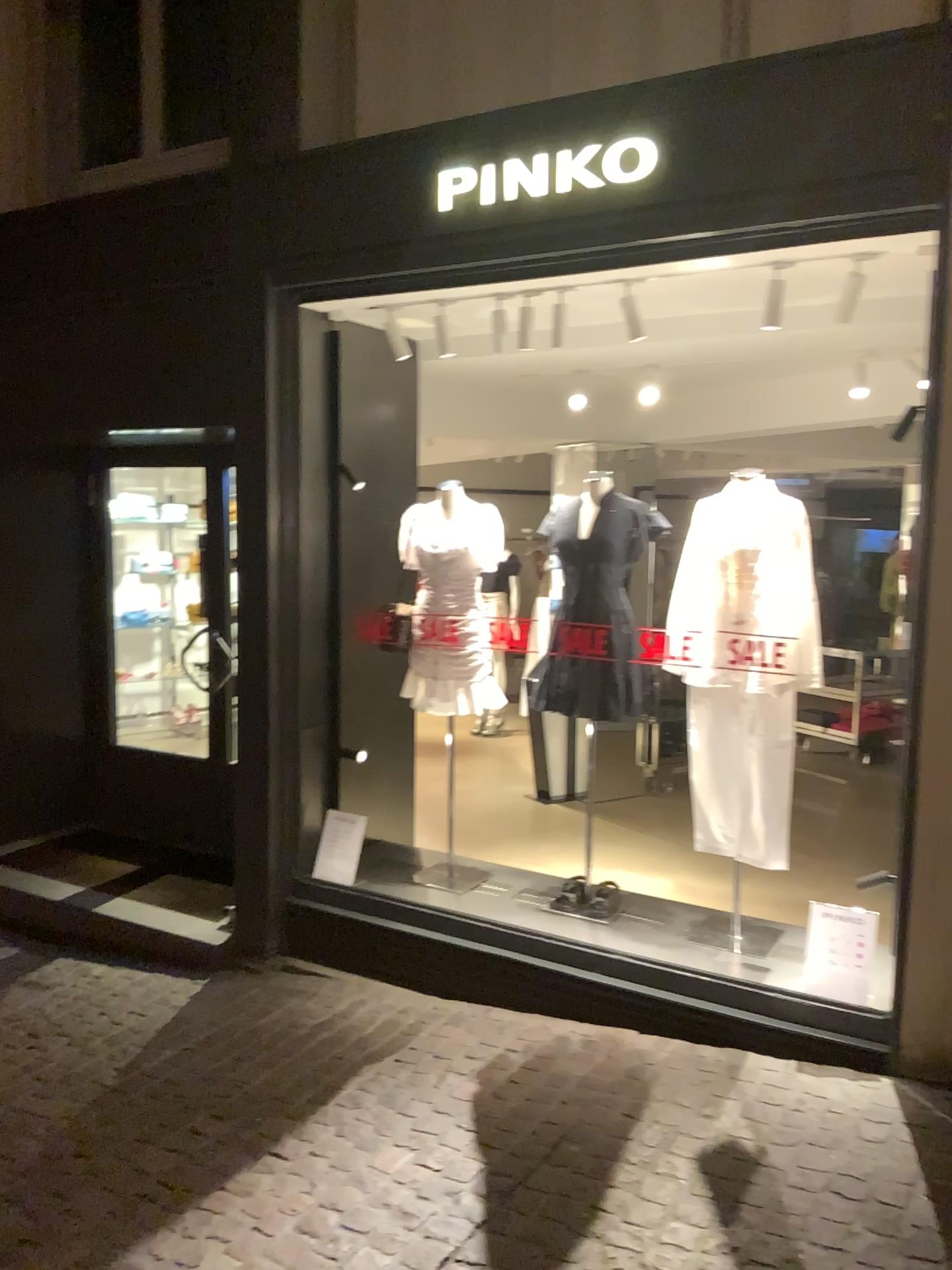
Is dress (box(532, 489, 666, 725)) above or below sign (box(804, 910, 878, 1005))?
above

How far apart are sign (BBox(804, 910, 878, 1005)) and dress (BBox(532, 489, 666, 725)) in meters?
1.0 m

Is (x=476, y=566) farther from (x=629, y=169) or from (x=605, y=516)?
(x=629, y=169)

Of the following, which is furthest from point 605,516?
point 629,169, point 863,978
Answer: point 863,978

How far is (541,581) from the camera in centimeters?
418cm

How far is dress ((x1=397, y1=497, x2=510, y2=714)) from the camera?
4.3m

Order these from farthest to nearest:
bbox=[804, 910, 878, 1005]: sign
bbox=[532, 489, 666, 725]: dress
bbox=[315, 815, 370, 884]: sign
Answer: bbox=[315, 815, 370, 884]: sign, bbox=[532, 489, 666, 725]: dress, bbox=[804, 910, 878, 1005]: sign

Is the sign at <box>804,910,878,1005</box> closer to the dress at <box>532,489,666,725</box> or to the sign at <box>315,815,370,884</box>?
the dress at <box>532,489,666,725</box>

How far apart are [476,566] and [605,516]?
0.6m

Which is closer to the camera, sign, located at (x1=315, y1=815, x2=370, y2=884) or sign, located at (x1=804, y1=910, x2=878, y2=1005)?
sign, located at (x1=804, y1=910, x2=878, y2=1005)
